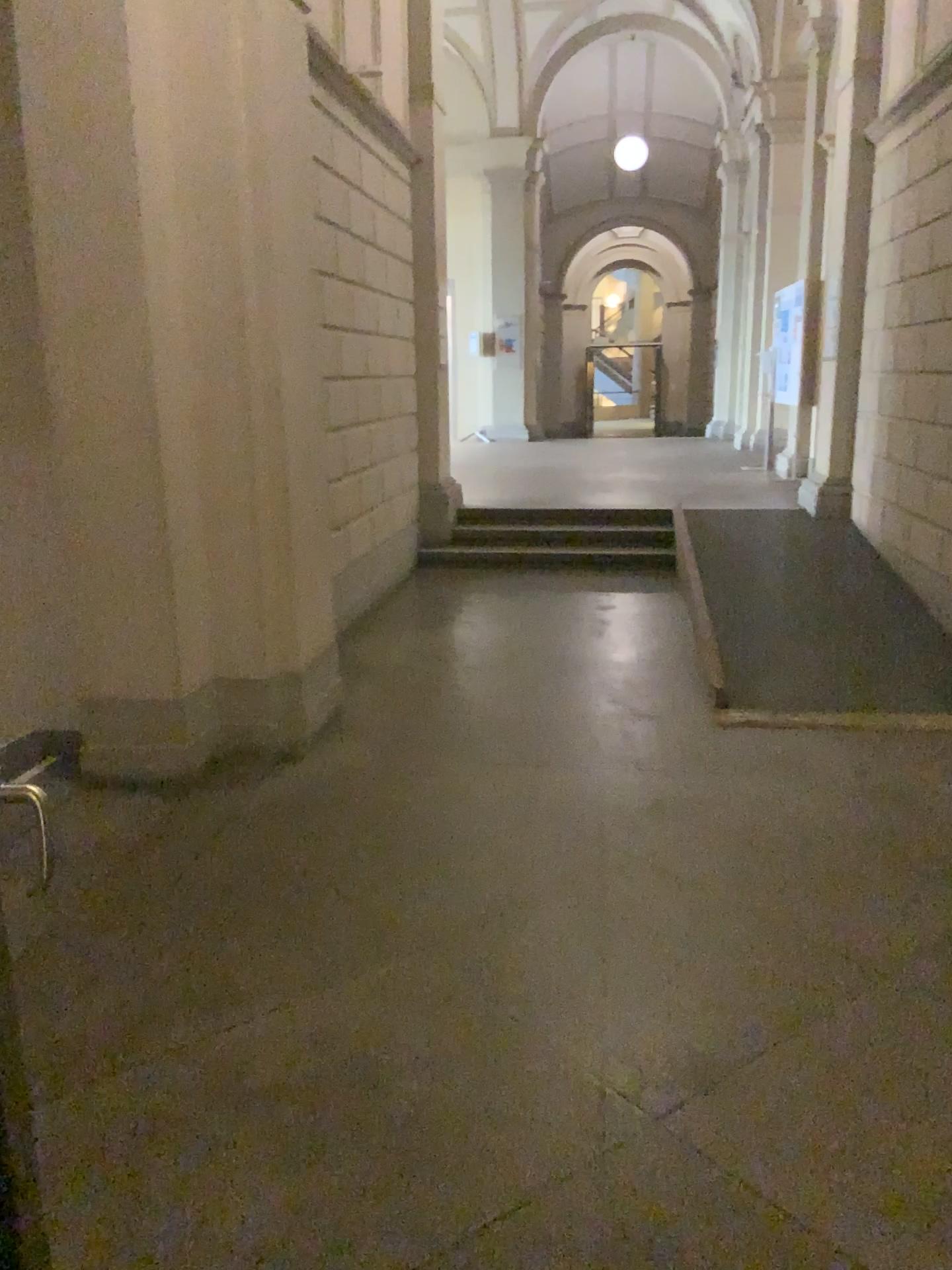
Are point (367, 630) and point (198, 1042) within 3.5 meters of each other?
no
